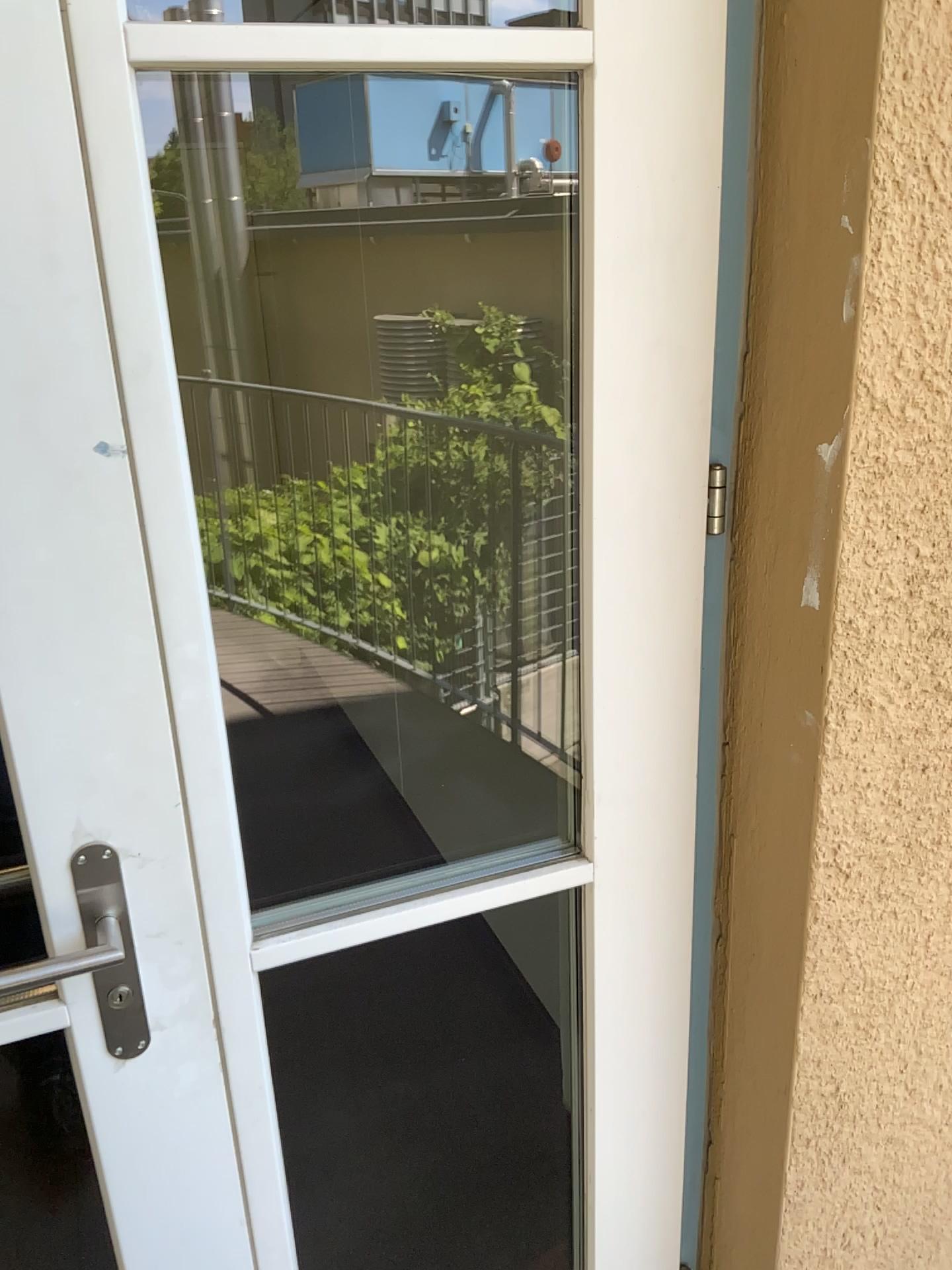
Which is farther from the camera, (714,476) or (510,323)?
(510,323)

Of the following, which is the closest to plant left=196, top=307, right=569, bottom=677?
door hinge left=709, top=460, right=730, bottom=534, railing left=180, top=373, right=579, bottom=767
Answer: railing left=180, top=373, right=579, bottom=767

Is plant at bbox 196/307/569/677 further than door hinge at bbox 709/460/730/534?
Yes

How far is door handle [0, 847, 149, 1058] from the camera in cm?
93

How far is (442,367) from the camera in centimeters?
217cm

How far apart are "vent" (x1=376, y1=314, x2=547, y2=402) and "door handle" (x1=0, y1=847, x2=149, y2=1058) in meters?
1.4

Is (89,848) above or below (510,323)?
below

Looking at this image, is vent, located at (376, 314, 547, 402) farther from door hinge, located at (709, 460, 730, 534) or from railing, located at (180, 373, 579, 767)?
door hinge, located at (709, 460, 730, 534)

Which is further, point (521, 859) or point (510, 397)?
point (510, 397)

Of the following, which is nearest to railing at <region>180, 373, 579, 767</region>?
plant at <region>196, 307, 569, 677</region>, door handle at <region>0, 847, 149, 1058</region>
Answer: plant at <region>196, 307, 569, 677</region>
